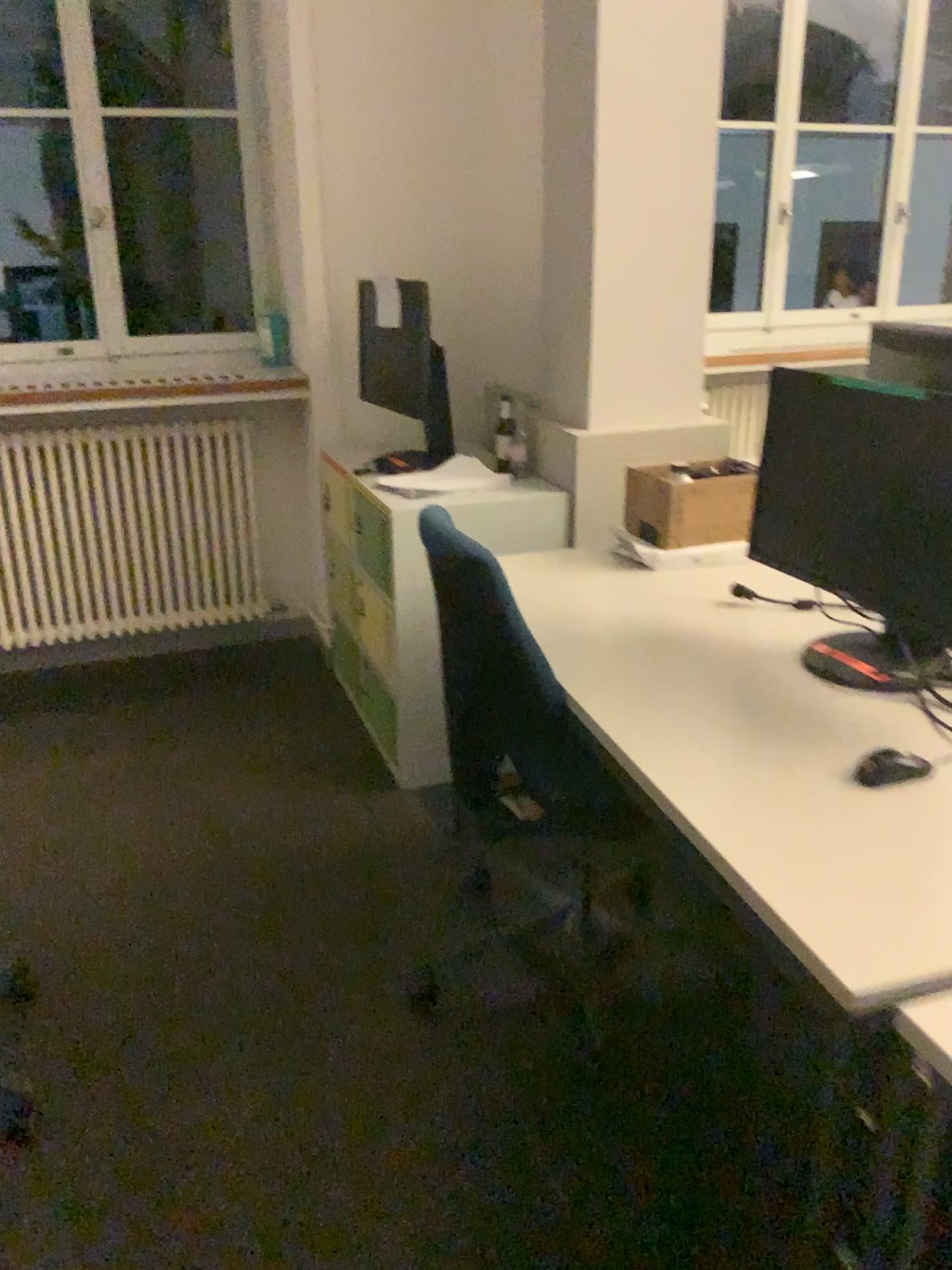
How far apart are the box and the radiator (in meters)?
1.82

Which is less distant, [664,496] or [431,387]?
[664,496]

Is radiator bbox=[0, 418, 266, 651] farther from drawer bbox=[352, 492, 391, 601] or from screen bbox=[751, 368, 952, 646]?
screen bbox=[751, 368, 952, 646]

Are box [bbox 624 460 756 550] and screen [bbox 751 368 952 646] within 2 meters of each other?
yes

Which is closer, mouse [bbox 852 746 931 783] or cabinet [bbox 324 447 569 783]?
mouse [bbox 852 746 931 783]

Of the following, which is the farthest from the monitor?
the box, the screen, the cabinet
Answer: the cabinet

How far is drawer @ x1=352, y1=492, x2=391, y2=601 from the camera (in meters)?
2.95

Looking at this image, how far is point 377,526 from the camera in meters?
2.9

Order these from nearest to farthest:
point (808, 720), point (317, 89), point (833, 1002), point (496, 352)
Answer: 1. point (833, 1002)
2. point (808, 720)
3. point (317, 89)
4. point (496, 352)

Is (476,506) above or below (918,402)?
below
